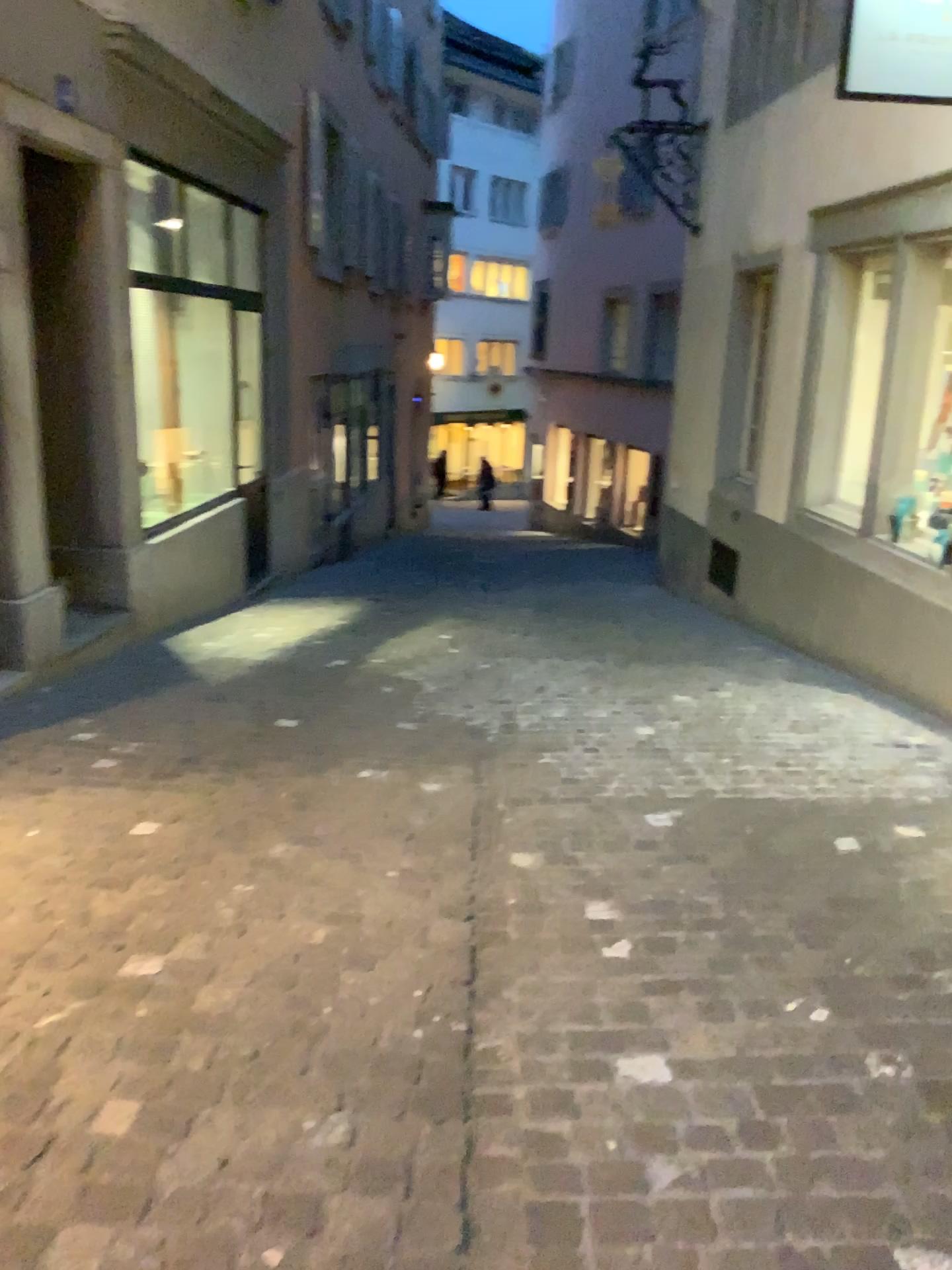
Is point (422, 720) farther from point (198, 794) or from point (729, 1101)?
point (729, 1101)
